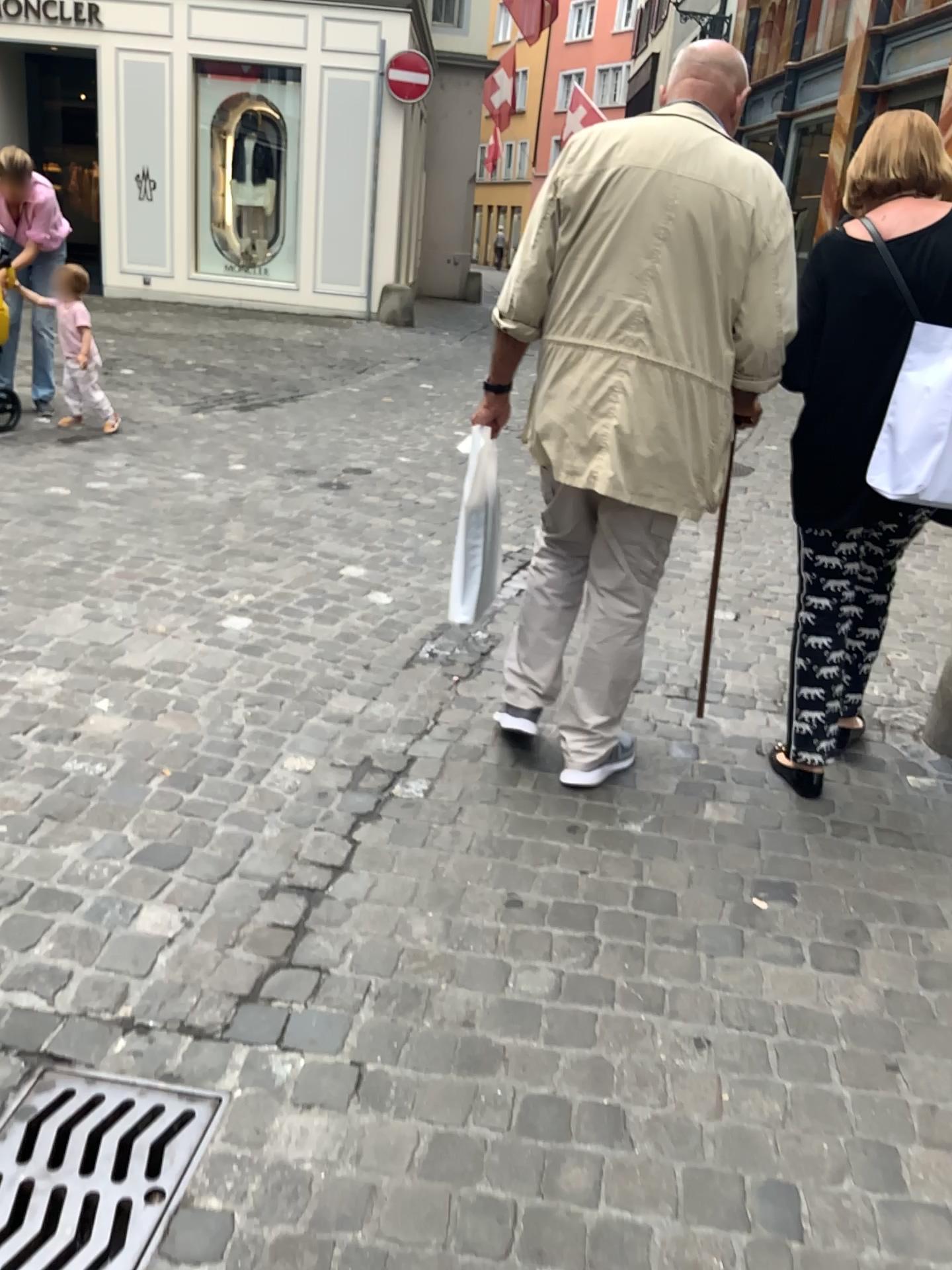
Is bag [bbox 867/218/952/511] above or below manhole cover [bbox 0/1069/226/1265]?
above

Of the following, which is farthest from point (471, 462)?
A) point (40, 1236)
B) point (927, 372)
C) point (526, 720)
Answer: point (40, 1236)

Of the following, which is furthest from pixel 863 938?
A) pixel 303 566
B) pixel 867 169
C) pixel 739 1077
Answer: pixel 303 566

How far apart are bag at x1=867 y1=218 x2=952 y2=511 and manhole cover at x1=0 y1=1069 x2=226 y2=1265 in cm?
175

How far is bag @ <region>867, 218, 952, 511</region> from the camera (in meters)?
2.15

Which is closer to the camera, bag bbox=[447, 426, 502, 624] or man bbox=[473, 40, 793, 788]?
man bbox=[473, 40, 793, 788]

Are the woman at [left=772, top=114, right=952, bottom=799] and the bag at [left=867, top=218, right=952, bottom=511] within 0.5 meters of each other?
yes

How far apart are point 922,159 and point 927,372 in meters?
0.5 m

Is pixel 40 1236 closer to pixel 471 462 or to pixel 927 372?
pixel 471 462

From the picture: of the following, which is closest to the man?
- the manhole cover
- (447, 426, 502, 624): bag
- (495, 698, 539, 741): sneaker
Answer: (447, 426, 502, 624): bag
